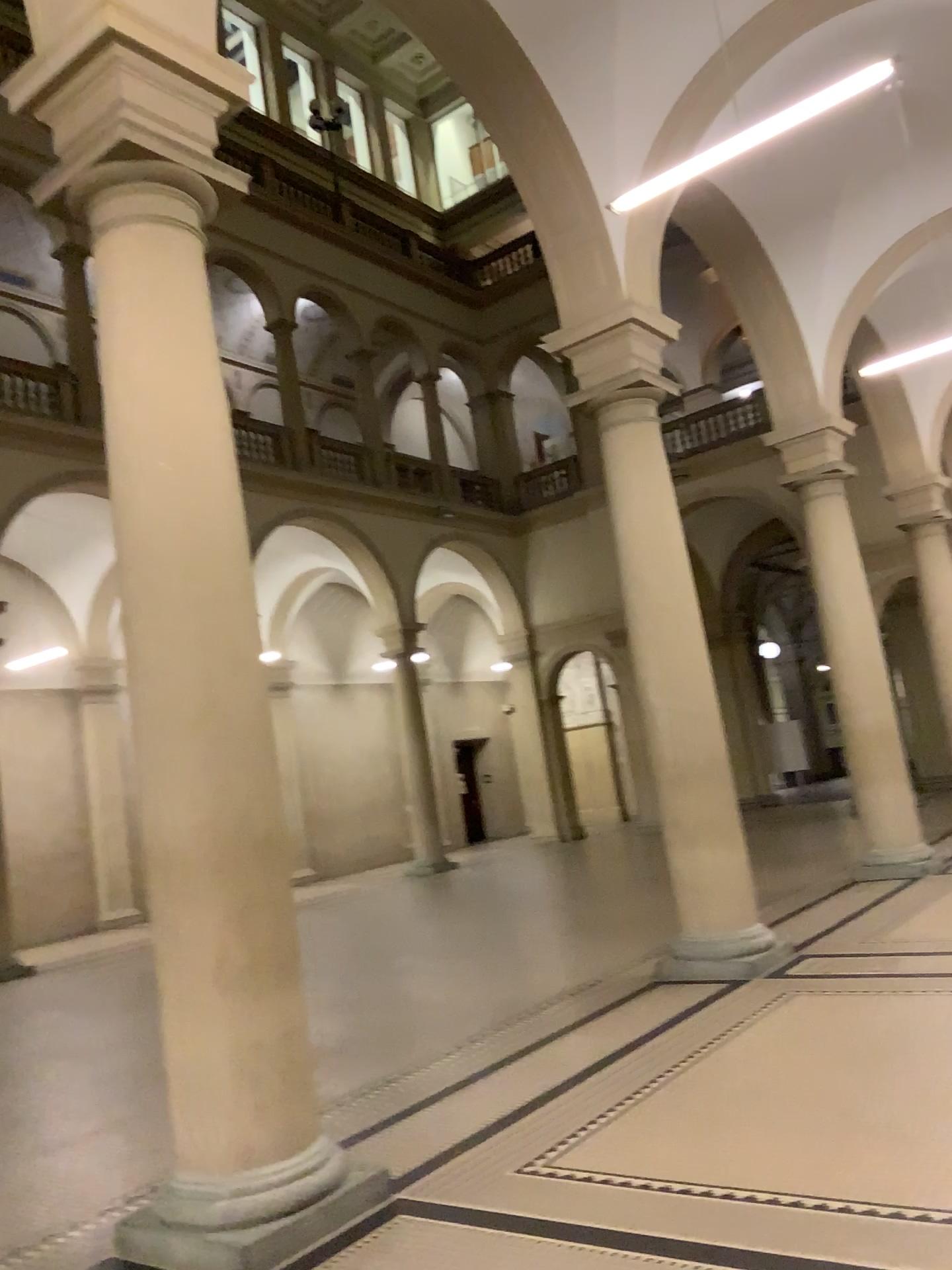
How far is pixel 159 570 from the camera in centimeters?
403cm
